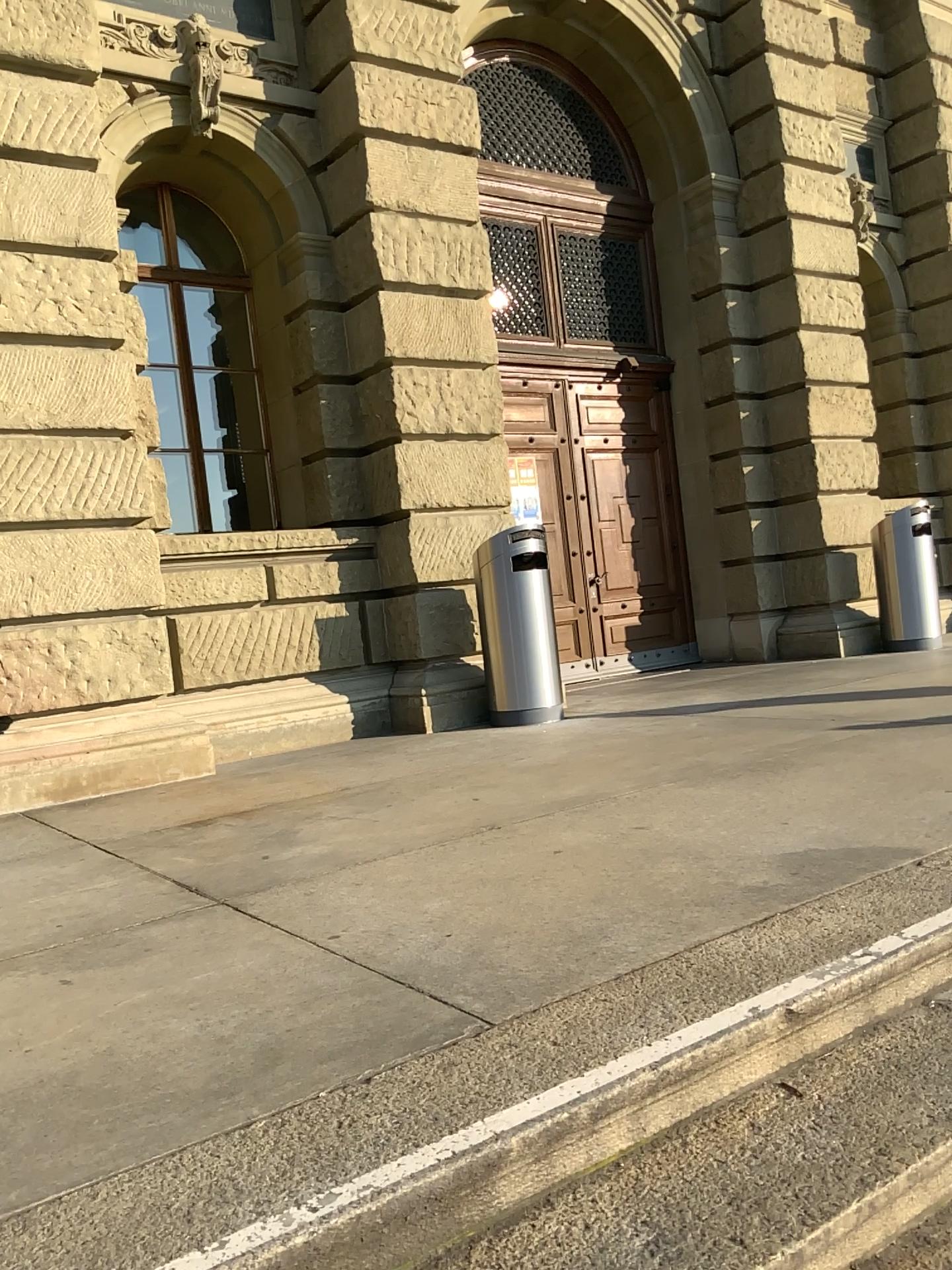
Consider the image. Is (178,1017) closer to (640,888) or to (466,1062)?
(466,1062)
